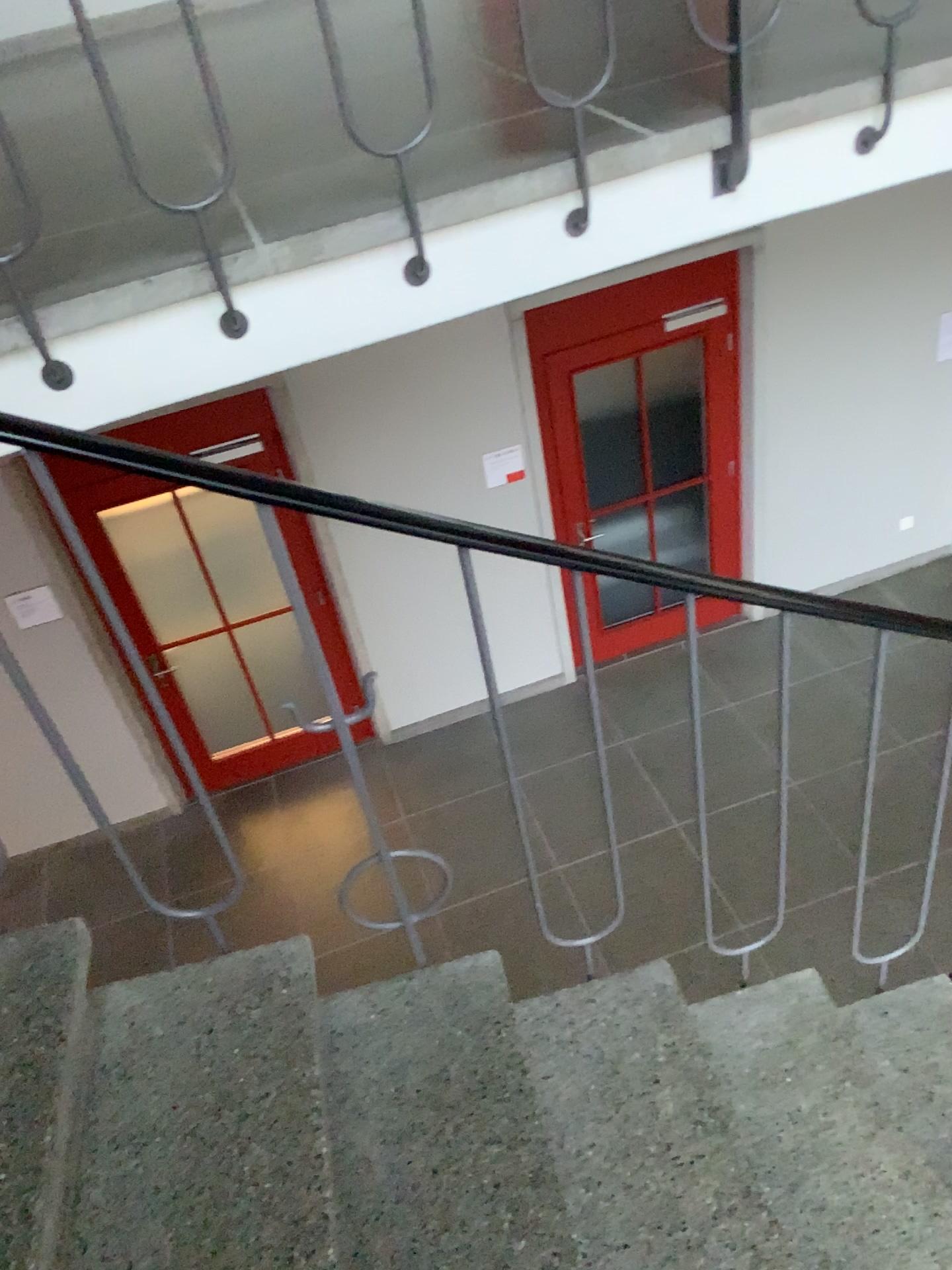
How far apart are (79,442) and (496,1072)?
1.1 meters
